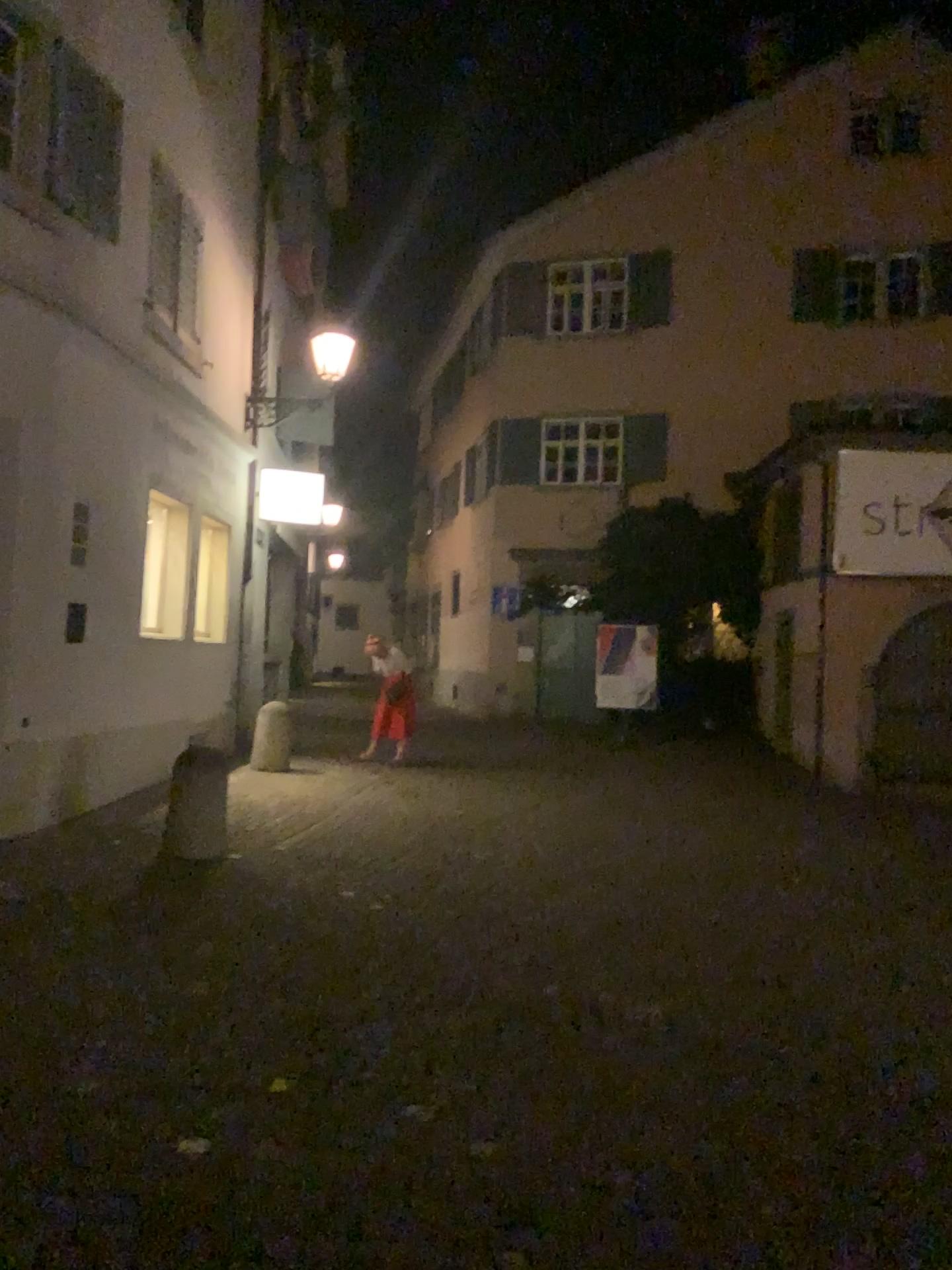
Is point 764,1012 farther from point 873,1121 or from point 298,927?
point 298,927
